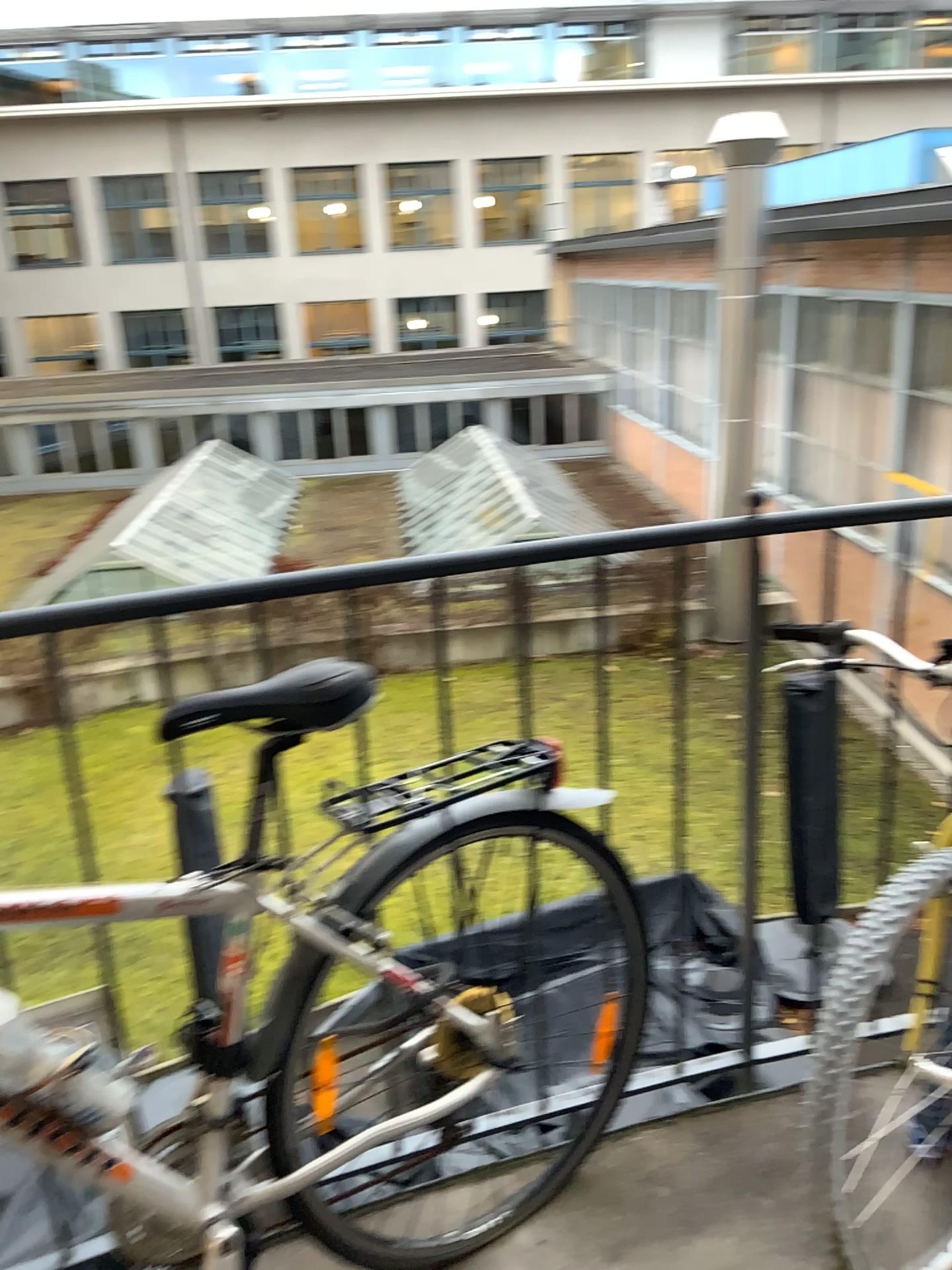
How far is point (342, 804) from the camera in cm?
144

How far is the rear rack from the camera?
1.44m

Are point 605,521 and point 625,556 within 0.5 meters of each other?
yes
